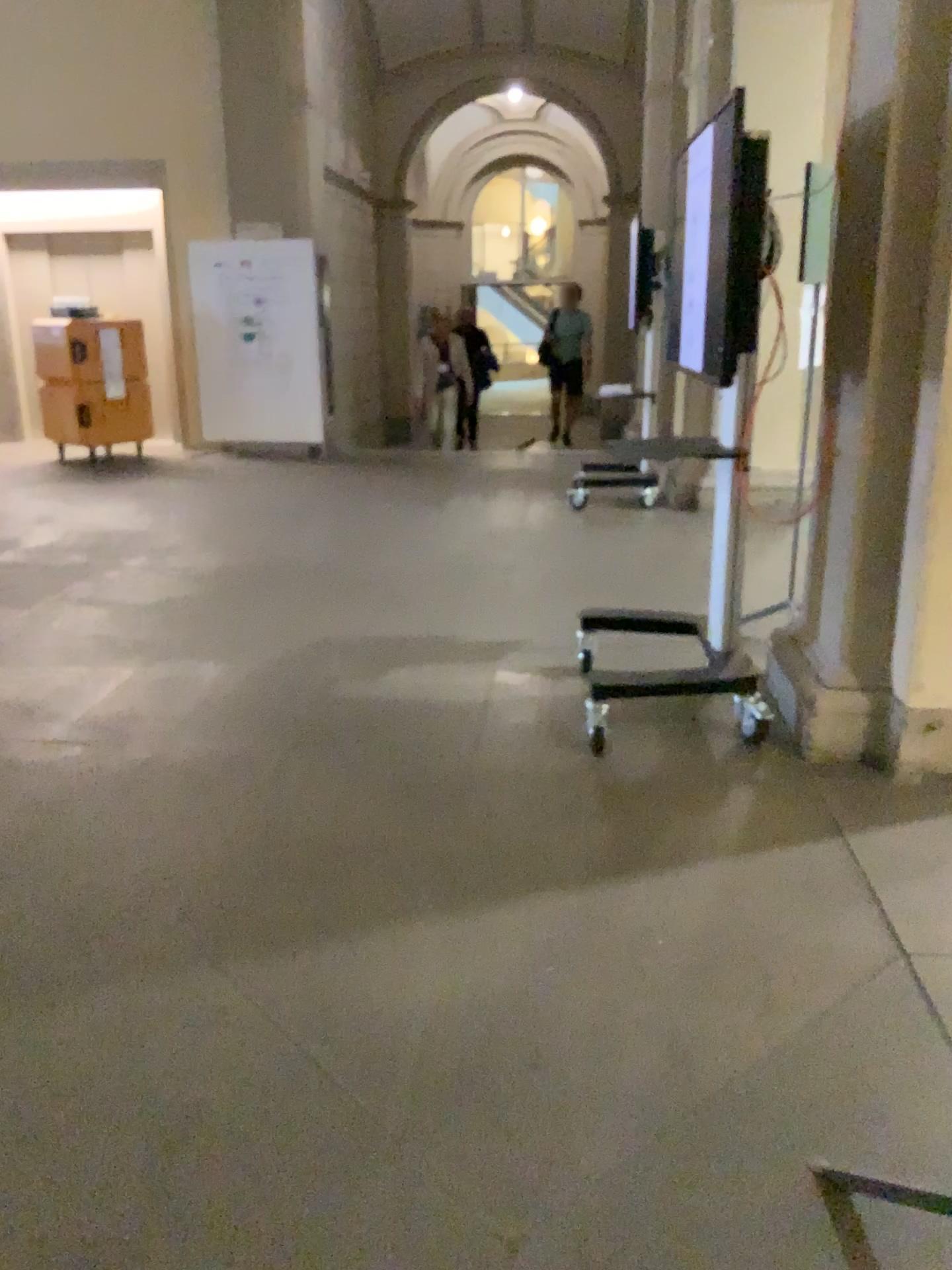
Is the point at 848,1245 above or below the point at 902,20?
below

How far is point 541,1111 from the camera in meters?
1.8 m

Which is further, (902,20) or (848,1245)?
(902,20)

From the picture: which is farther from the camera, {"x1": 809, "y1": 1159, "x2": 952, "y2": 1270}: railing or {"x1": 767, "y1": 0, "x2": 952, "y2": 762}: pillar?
{"x1": 767, "y1": 0, "x2": 952, "y2": 762}: pillar
